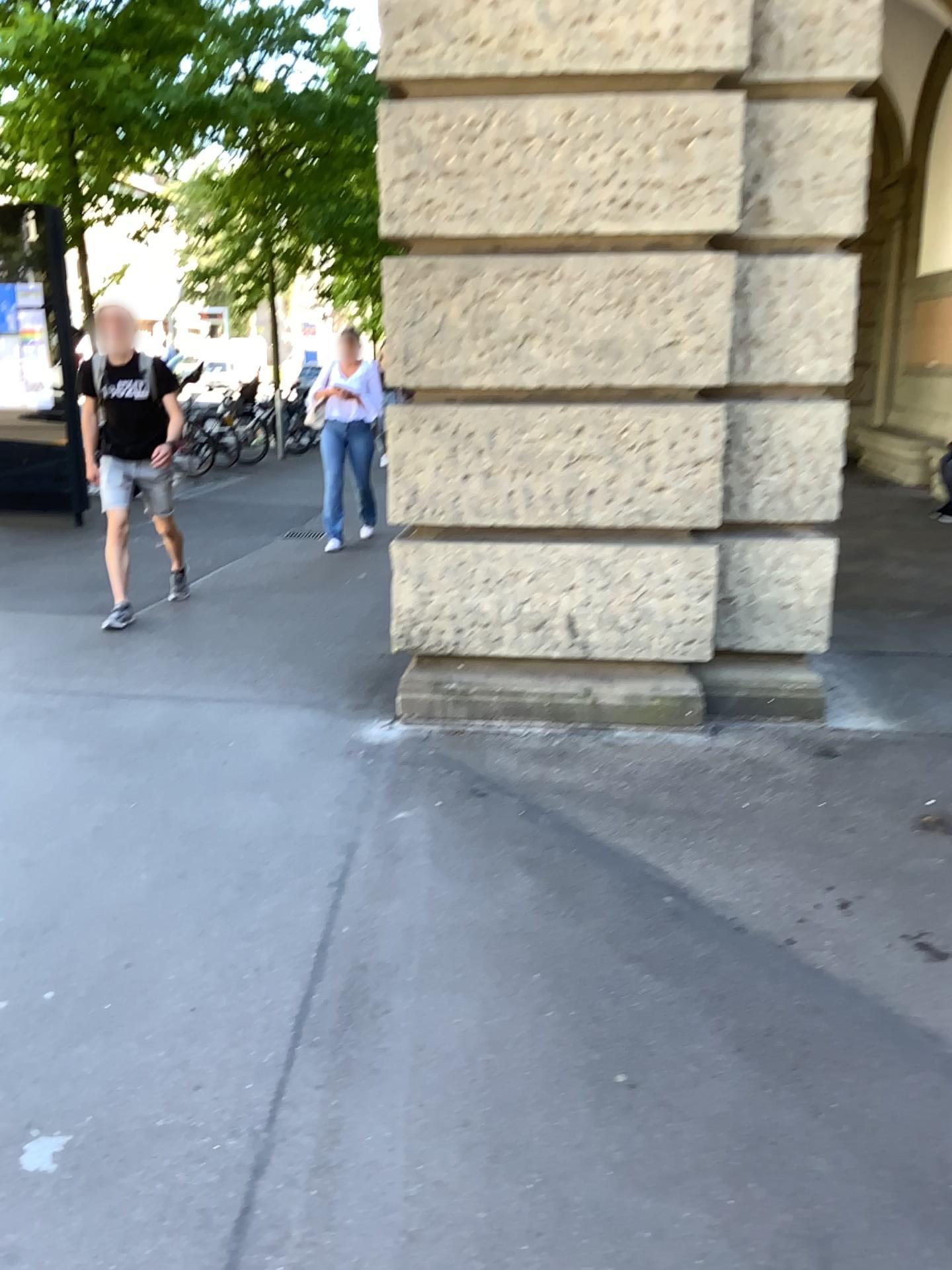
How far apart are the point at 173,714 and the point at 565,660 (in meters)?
1.59
